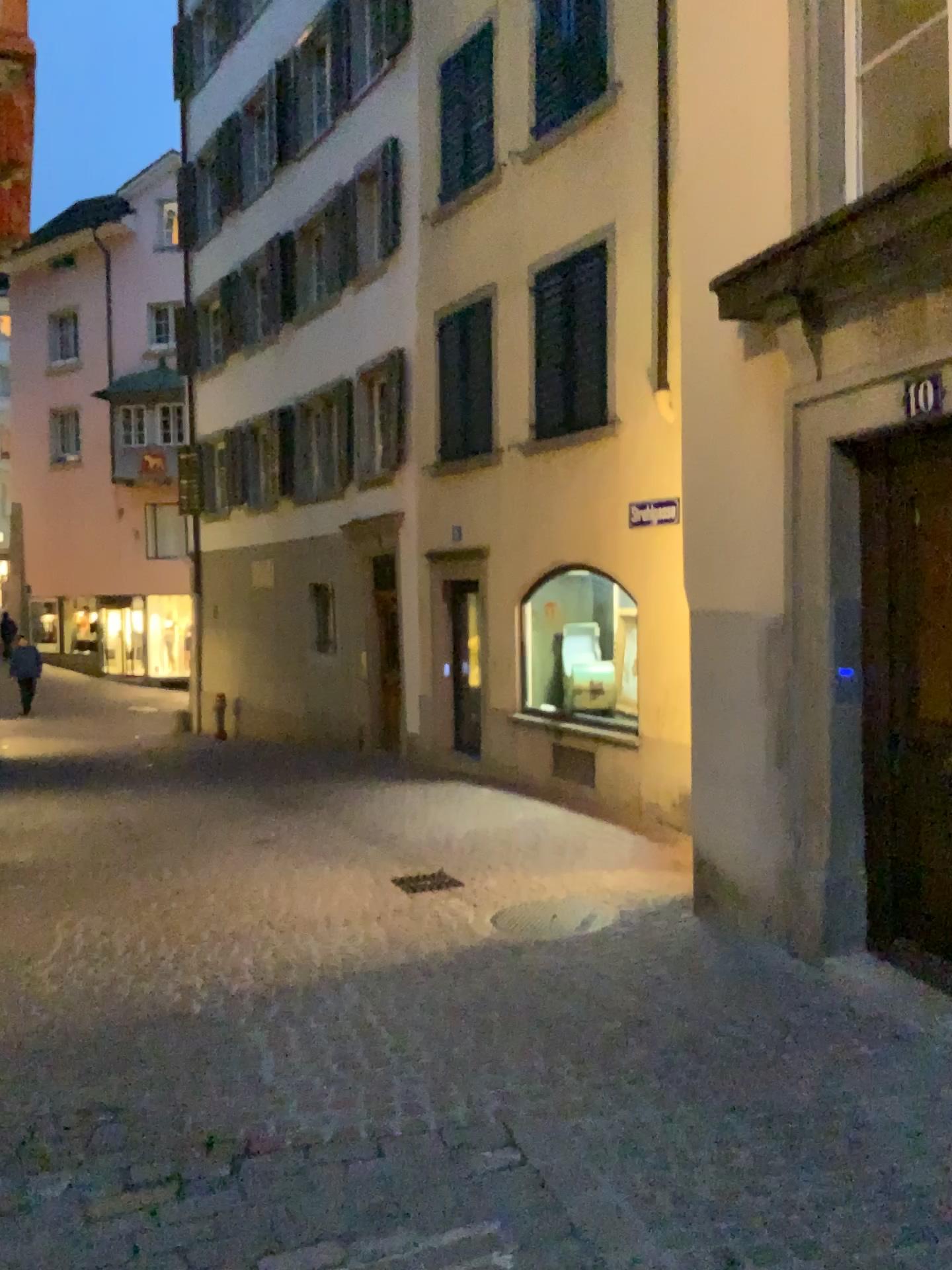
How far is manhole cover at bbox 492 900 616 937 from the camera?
5.3m

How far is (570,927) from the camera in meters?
5.3 m

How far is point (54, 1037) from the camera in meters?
4.1
